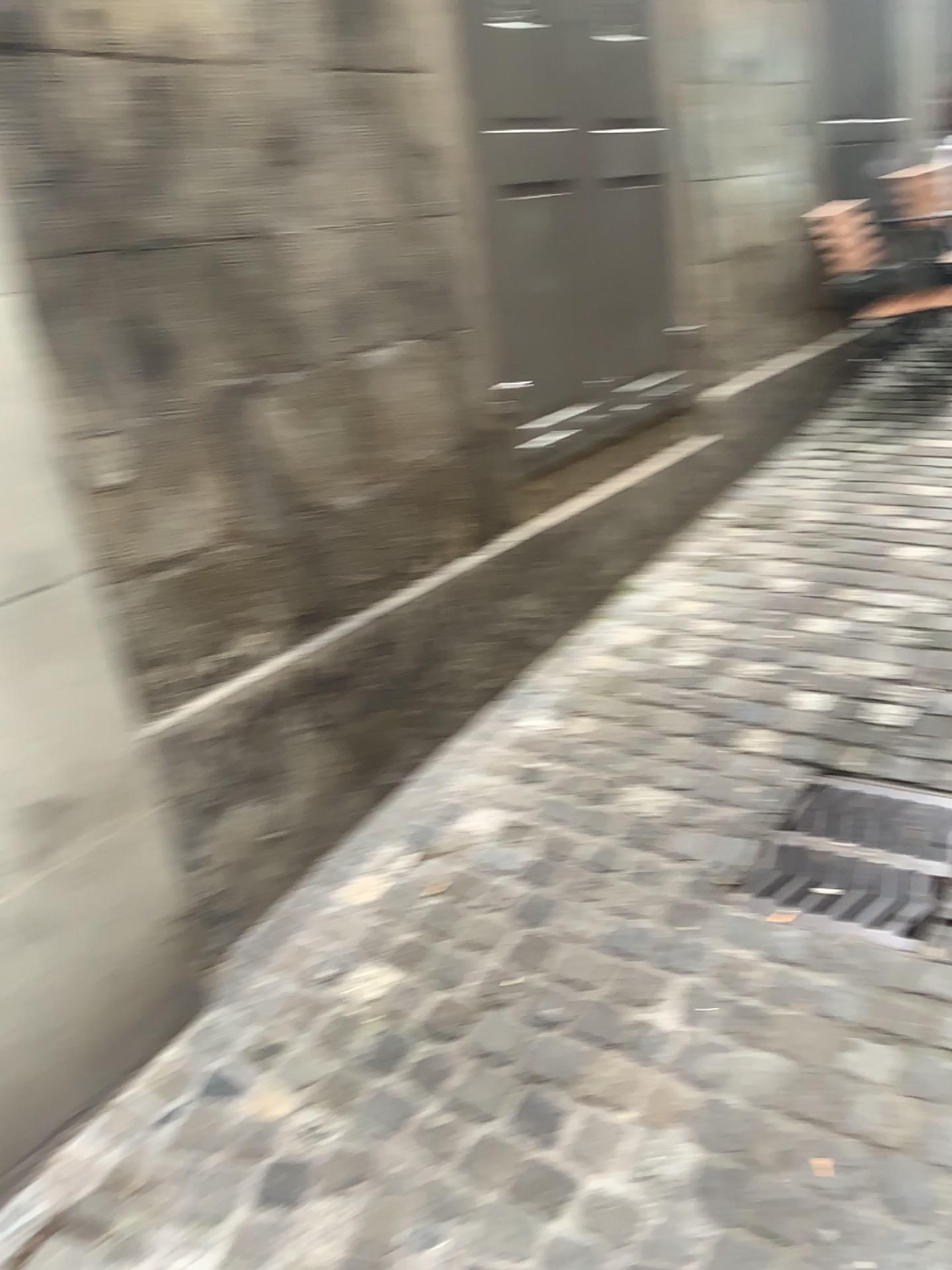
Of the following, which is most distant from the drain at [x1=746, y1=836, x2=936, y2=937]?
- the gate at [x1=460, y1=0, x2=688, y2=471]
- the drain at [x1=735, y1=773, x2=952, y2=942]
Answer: the gate at [x1=460, y1=0, x2=688, y2=471]

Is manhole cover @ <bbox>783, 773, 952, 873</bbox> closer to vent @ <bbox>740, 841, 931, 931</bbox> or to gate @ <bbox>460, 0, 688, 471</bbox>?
vent @ <bbox>740, 841, 931, 931</bbox>

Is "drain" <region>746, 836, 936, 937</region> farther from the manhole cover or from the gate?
the gate

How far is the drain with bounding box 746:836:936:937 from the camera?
2.01m

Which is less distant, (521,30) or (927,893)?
(927,893)

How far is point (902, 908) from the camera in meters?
2.0 m

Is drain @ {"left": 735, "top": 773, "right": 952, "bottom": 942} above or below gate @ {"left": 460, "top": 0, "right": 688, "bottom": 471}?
below

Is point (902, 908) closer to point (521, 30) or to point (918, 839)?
point (918, 839)

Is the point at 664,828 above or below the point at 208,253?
below

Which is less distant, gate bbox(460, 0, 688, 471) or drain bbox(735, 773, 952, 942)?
drain bbox(735, 773, 952, 942)
